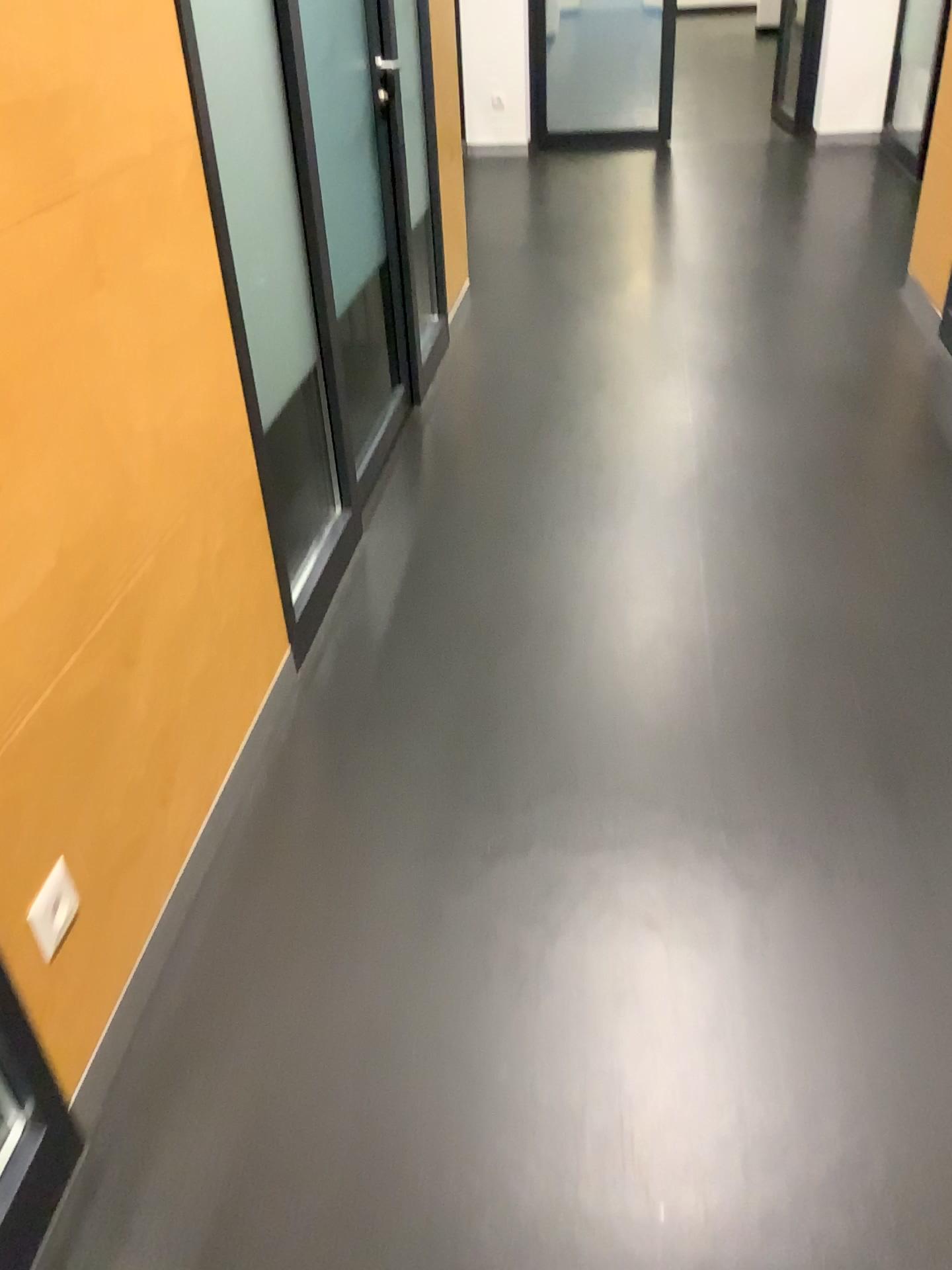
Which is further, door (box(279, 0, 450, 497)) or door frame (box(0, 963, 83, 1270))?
door (box(279, 0, 450, 497))

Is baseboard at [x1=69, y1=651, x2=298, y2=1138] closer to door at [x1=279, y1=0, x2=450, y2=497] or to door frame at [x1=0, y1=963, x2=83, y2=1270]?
door frame at [x1=0, y1=963, x2=83, y2=1270]

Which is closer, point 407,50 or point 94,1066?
point 94,1066

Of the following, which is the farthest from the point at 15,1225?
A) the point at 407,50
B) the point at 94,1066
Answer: the point at 407,50

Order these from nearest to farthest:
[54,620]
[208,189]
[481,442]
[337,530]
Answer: → 1. [54,620]
2. [208,189]
3. [337,530]
4. [481,442]

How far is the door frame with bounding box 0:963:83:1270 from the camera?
1.3m

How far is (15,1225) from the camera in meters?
1.3

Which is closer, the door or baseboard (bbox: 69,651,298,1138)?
baseboard (bbox: 69,651,298,1138)

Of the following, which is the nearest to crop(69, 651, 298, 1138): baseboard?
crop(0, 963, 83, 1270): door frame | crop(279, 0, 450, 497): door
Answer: crop(0, 963, 83, 1270): door frame
